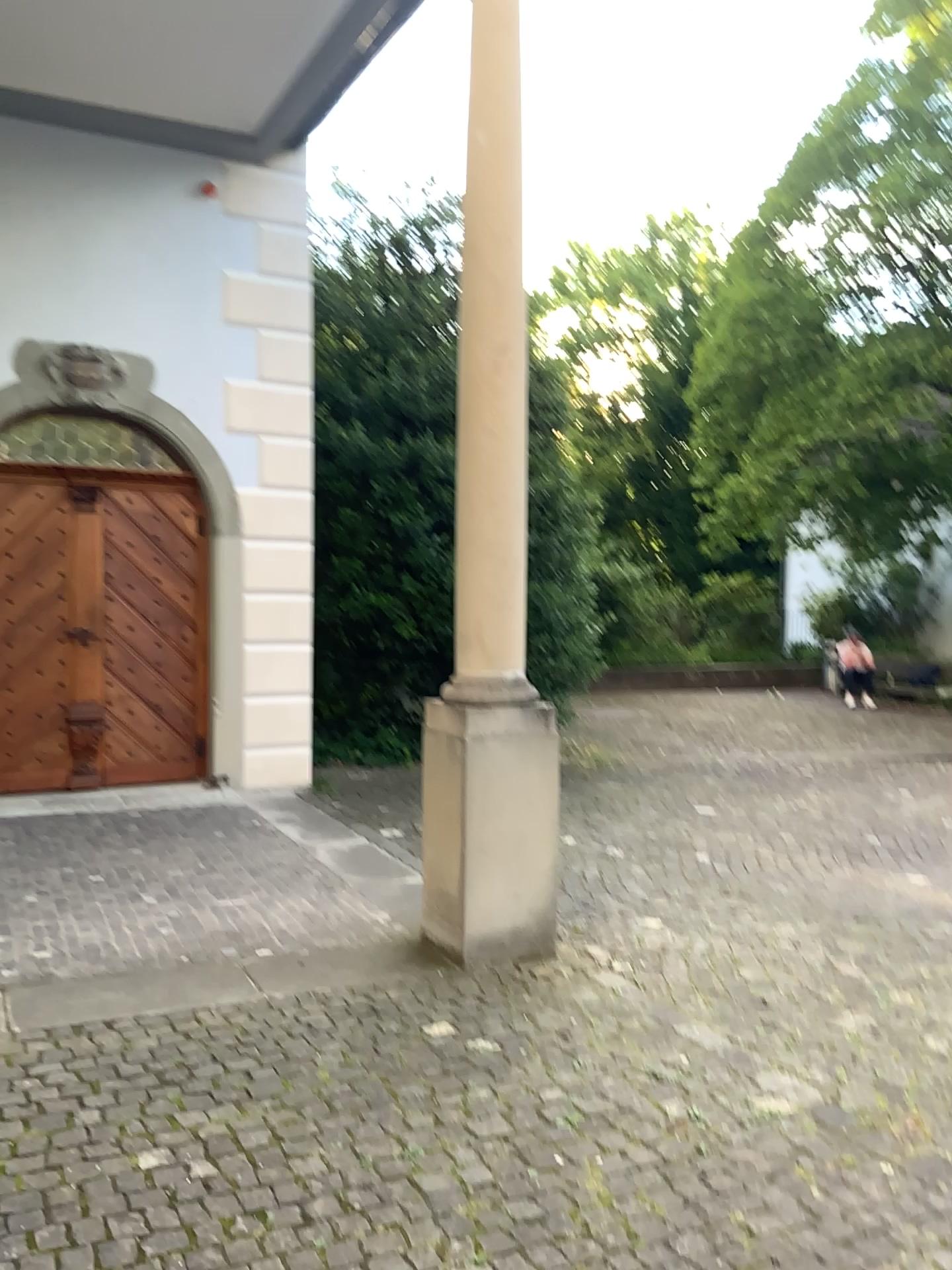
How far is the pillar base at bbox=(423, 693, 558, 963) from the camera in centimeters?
398cm

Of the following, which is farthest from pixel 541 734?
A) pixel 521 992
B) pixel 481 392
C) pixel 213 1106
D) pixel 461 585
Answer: pixel 213 1106

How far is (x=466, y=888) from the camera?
4.0 meters
